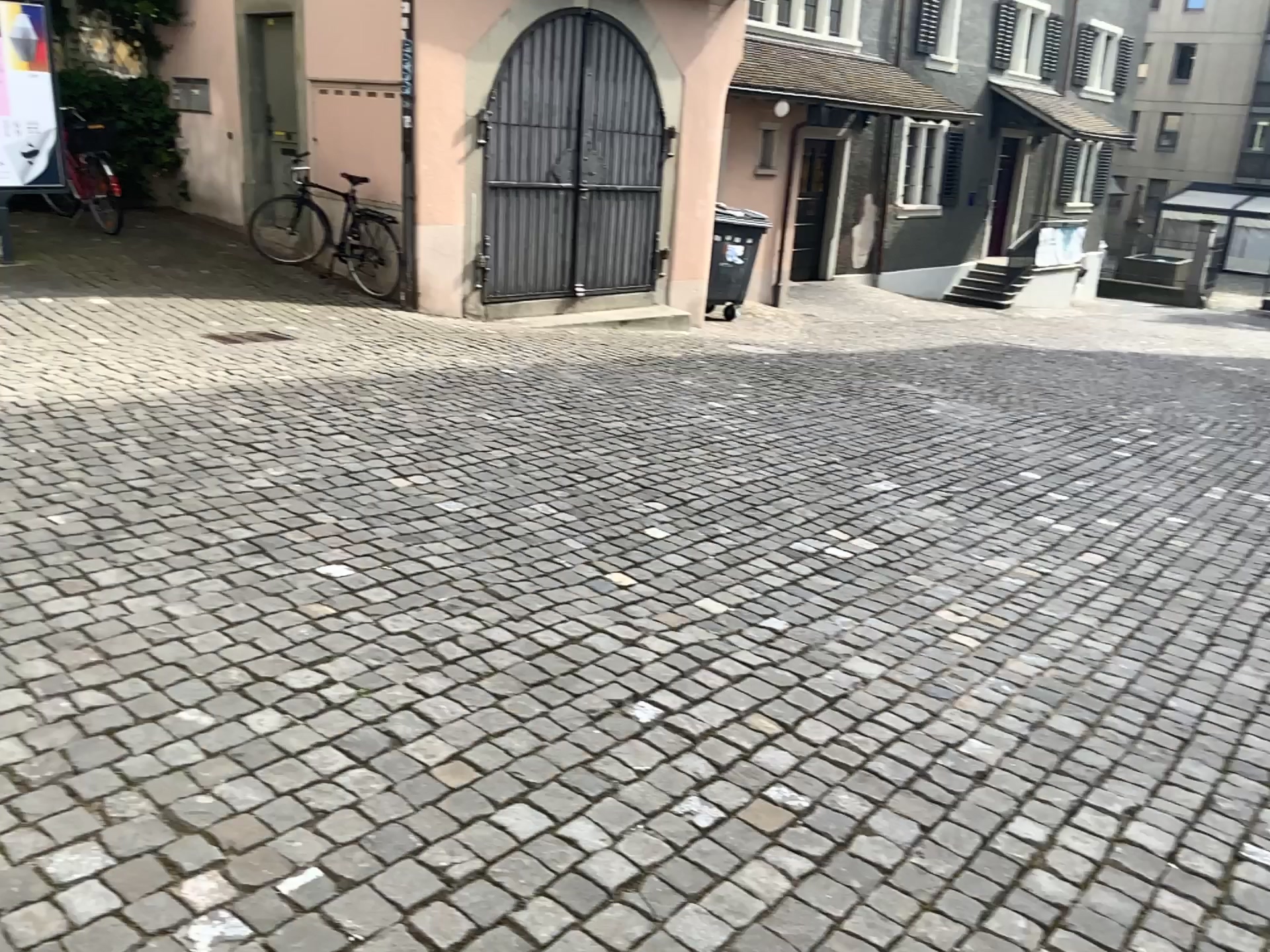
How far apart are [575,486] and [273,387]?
1.9m
